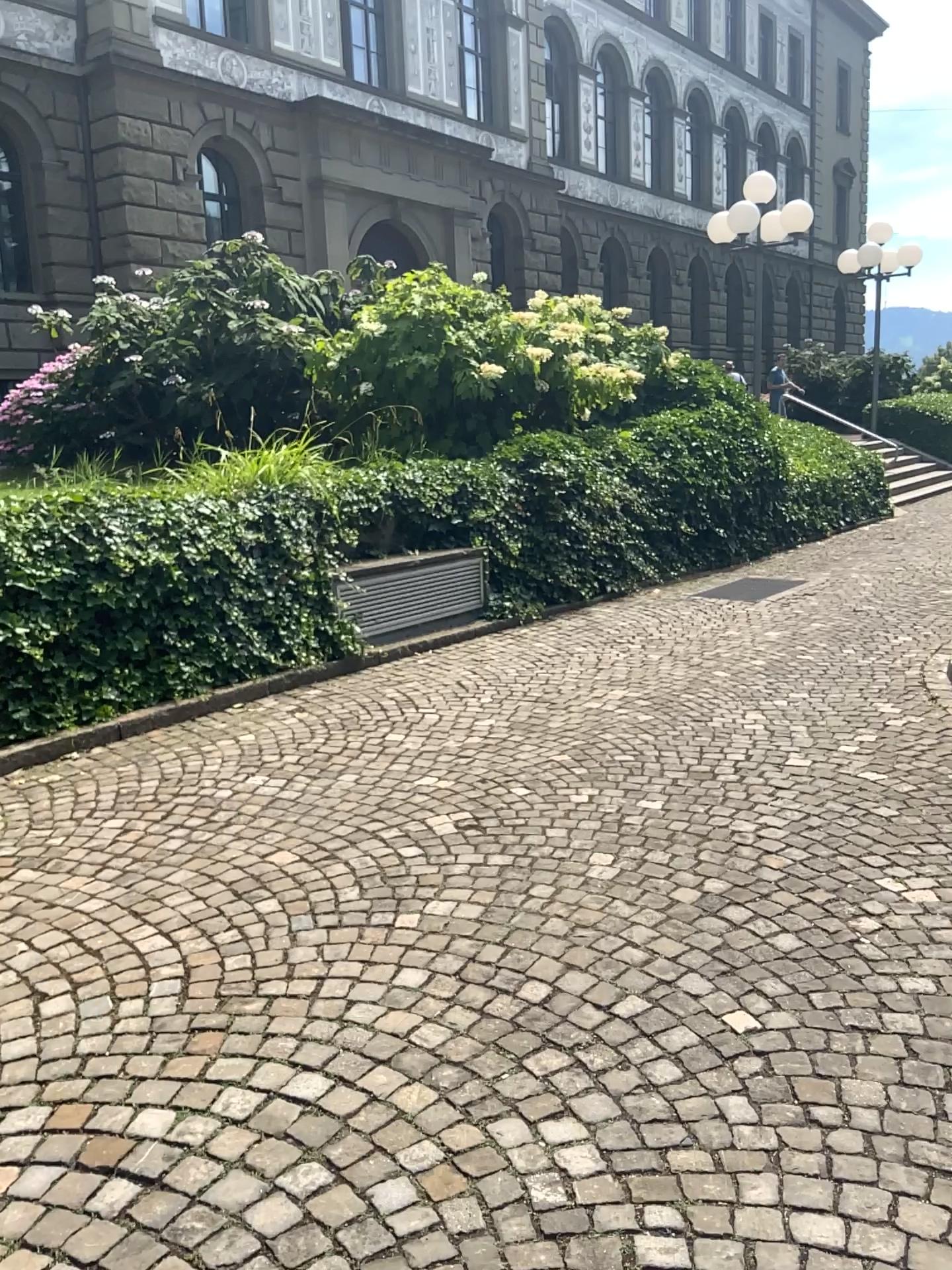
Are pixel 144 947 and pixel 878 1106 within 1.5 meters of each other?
no
